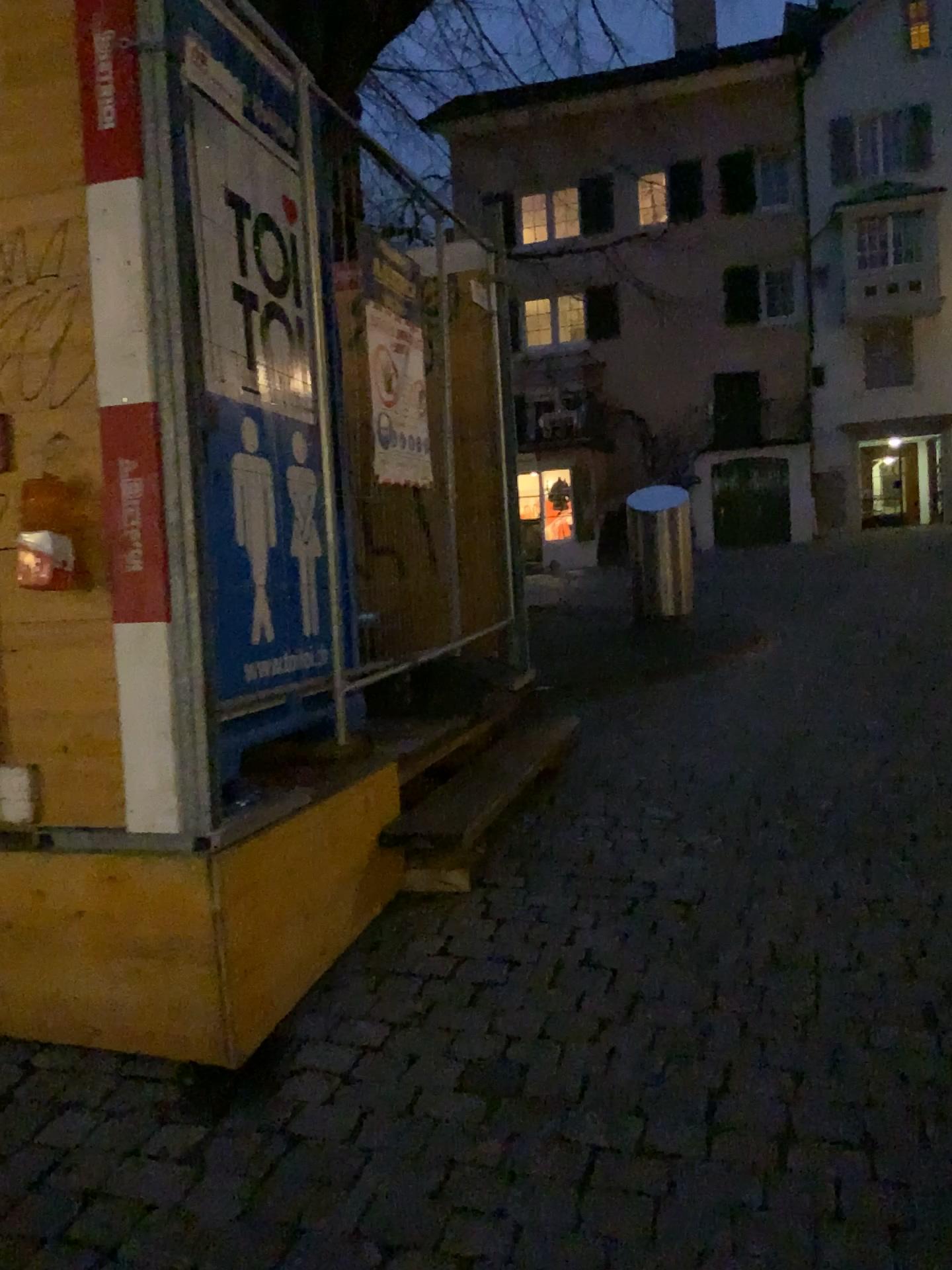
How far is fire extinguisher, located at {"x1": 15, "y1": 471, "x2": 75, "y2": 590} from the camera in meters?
2.4

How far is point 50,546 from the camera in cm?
244

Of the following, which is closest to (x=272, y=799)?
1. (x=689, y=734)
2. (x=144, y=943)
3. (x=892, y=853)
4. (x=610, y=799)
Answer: (x=144, y=943)
